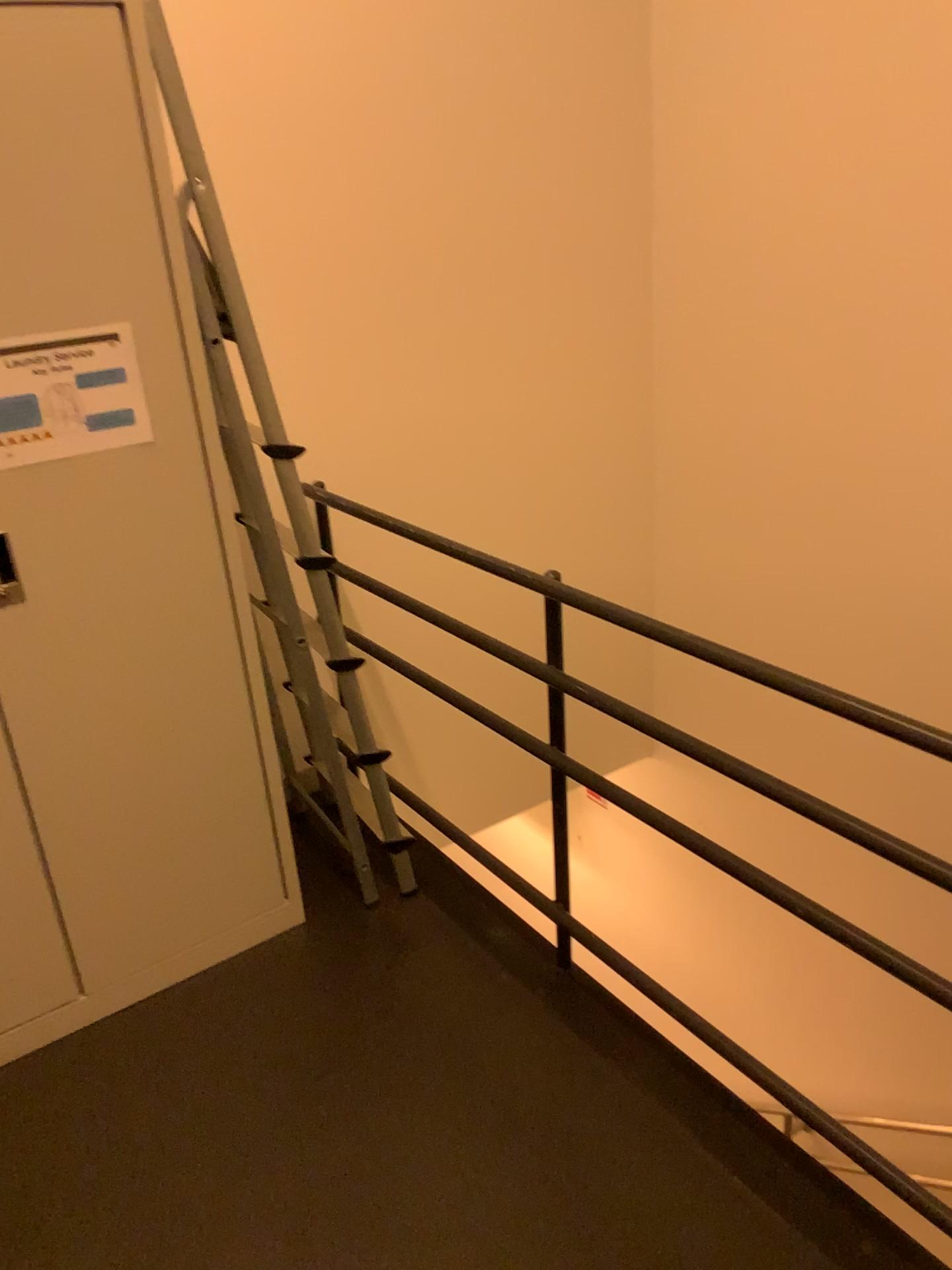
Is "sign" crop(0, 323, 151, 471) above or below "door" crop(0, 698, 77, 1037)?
above

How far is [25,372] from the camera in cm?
179

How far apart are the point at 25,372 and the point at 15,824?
0.8m

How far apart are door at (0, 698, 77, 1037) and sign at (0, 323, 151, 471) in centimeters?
57cm

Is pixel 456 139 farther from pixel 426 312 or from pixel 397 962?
pixel 397 962

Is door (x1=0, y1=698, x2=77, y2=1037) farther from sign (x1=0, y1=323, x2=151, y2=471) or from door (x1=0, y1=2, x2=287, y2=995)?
sign (x1=0, y1=323, x2=151, y2=471)

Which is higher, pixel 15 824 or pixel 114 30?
pixel 114 30

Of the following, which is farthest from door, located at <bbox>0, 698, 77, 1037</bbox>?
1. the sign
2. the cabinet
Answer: the sign

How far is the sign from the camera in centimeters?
179cm

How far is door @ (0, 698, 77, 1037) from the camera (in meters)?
2.00
